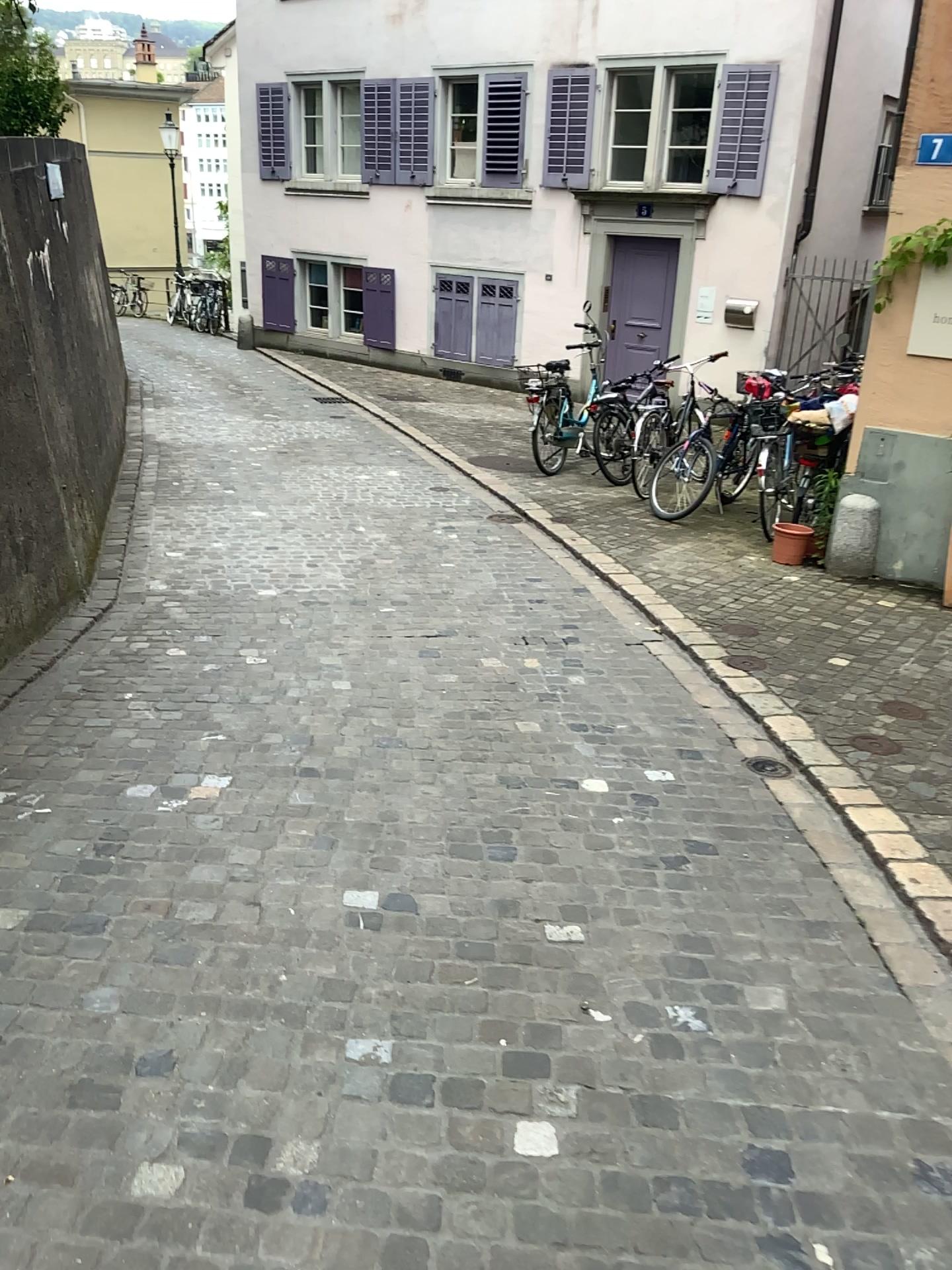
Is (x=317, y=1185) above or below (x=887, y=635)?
above
